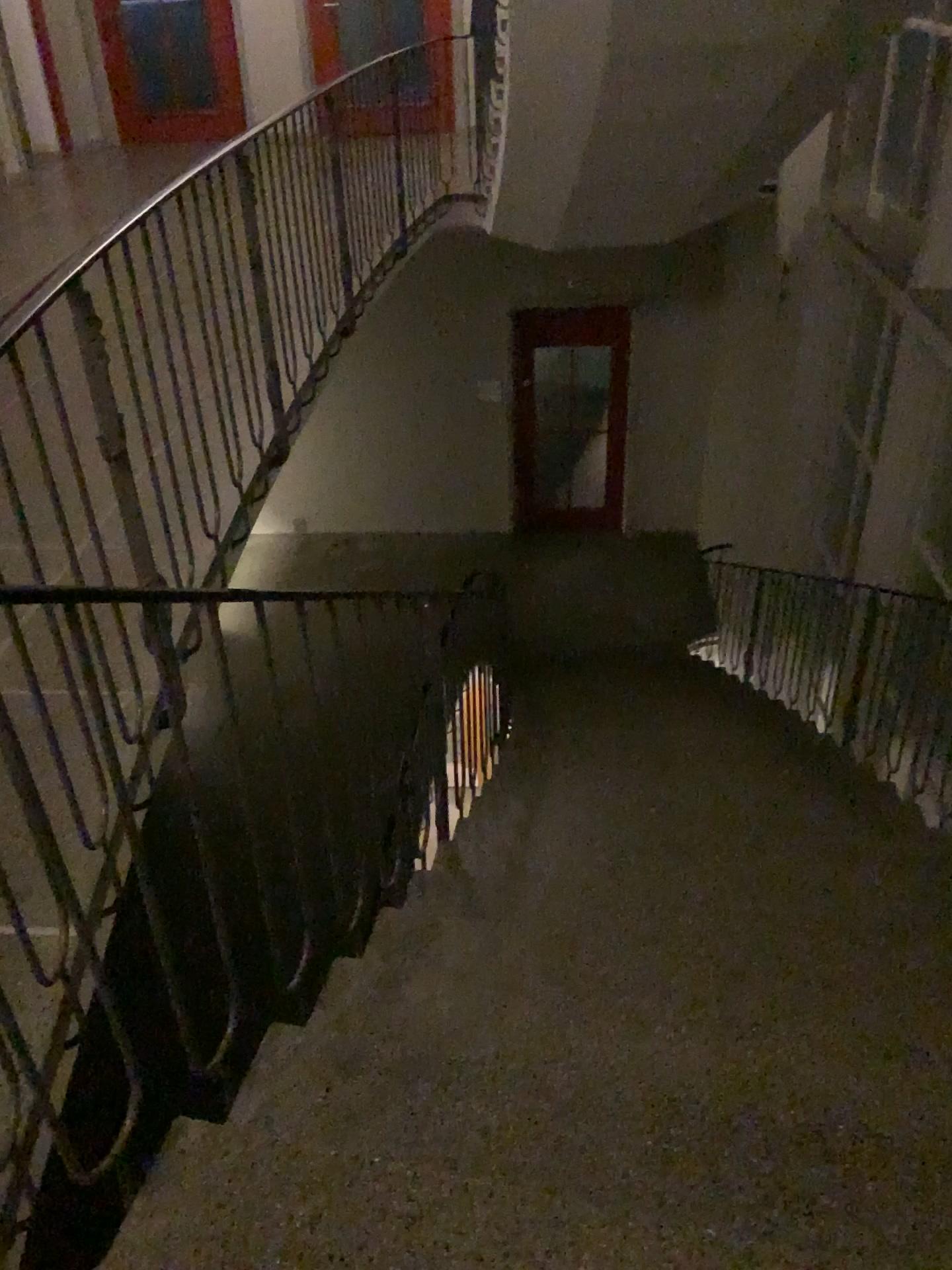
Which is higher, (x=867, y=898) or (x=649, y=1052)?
(x=649, y=1052)
